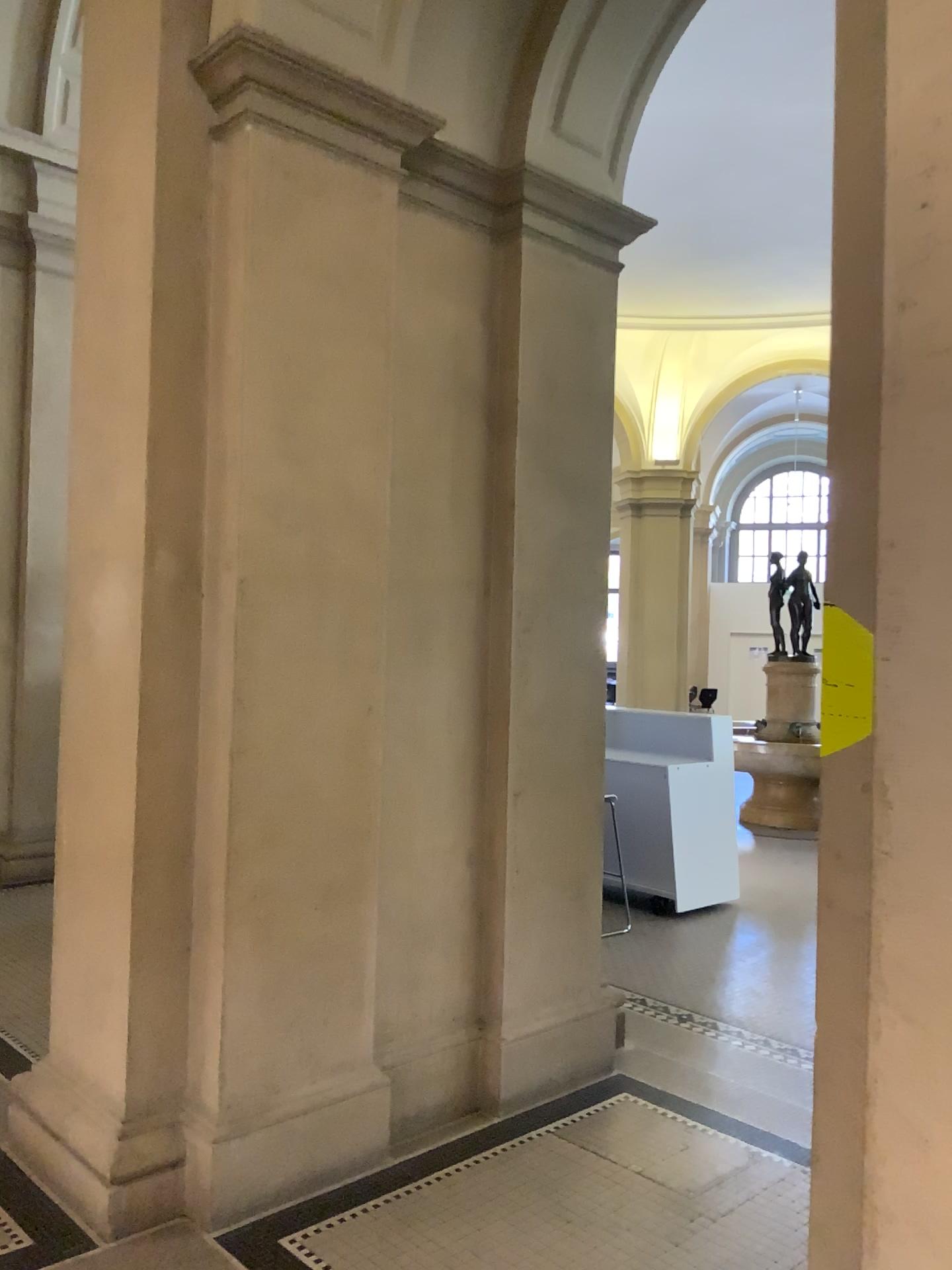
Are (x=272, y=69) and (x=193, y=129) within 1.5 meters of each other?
yes

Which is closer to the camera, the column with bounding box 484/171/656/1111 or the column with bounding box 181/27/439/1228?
the column with bounding box 181/27/439/1228

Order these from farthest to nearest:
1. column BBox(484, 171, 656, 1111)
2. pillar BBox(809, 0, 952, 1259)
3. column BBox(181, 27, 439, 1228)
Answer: column BBox(484, 171, 656, 1111) < column BBox(181, 27, 439, 1228) < pillar BBox(809, 0, 952, 1259)

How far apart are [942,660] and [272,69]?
2.5 meters

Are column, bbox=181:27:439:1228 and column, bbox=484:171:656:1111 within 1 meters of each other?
yes

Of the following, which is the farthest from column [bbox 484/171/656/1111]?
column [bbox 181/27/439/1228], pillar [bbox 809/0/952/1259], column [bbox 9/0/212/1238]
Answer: pillar [bbox 809/0/952/1259]

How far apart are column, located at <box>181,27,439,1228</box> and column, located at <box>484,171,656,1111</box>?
0.5m

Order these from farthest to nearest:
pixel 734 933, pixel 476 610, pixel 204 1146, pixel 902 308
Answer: pixel 734 933, pixel 476 610, pixel 204 1146, pixel 902 308

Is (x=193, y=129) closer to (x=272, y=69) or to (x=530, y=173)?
(x=272, y=69)

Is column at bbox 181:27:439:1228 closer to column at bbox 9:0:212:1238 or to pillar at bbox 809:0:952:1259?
column at bbox 9:0:212:1238
